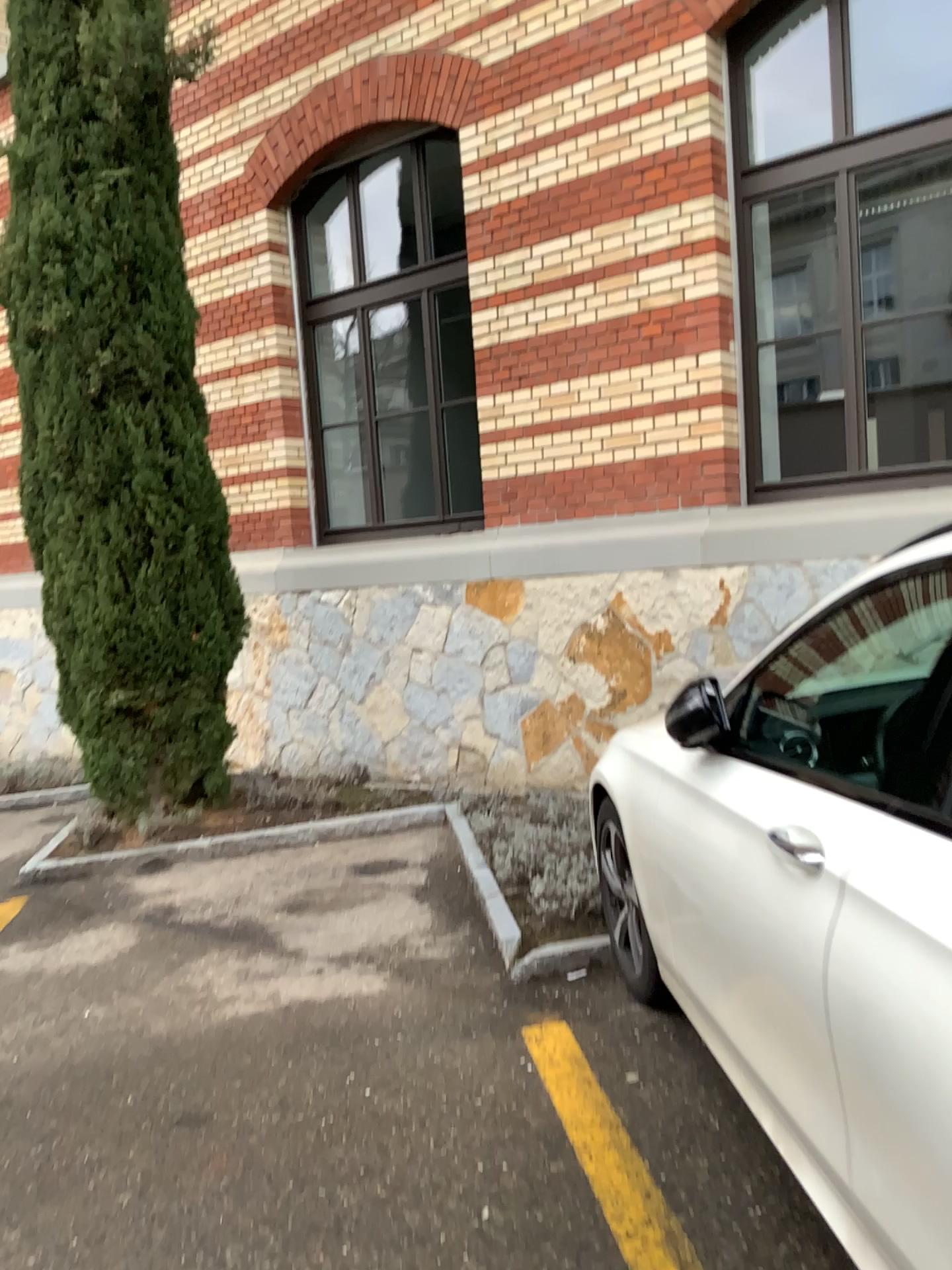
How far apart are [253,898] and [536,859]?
1.4m

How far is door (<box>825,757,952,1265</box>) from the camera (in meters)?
1.36

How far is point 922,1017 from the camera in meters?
1.4 m
